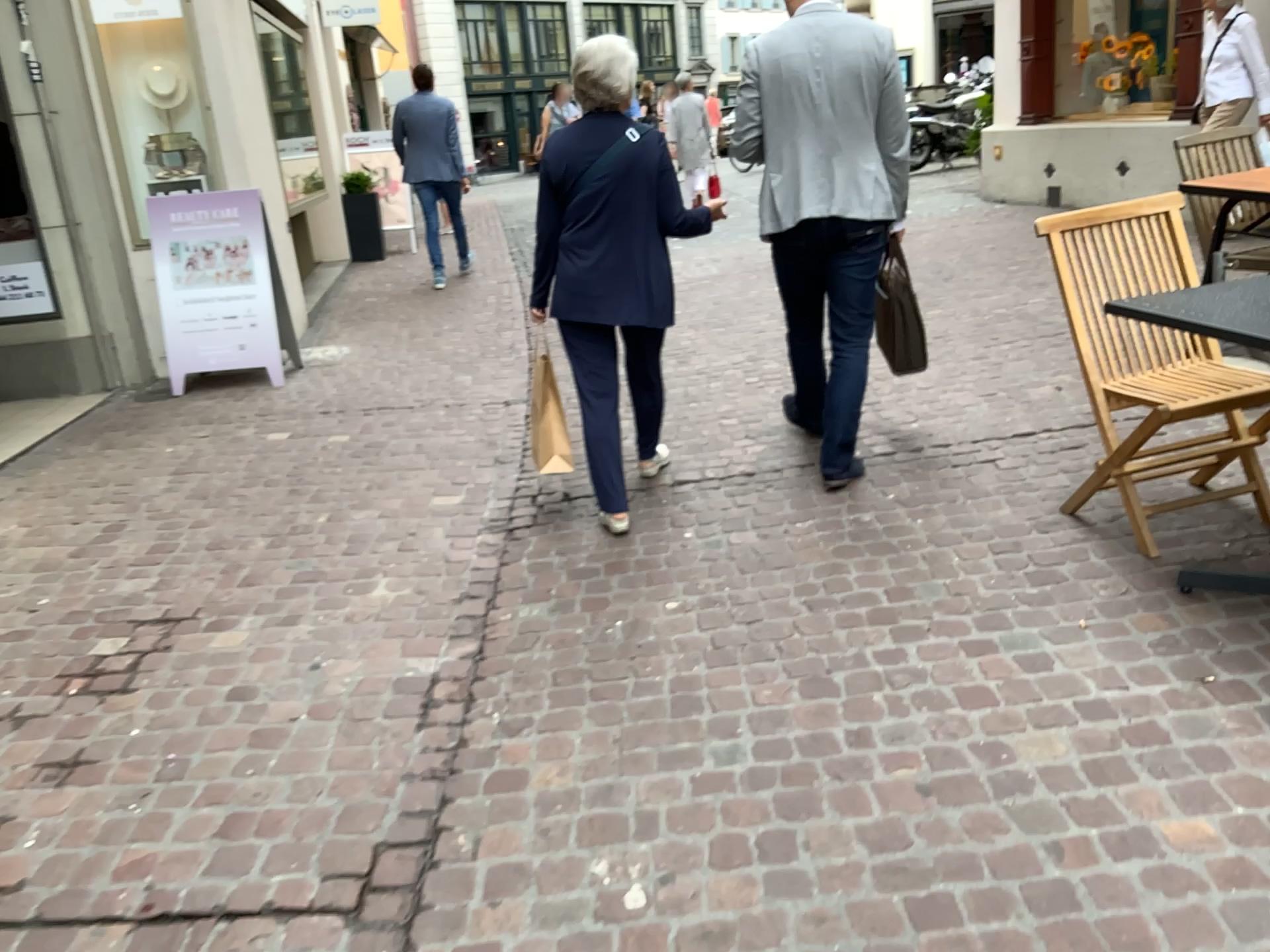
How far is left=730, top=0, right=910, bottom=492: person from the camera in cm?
339

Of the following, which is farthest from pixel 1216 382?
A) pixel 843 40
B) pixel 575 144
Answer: pixel 575 144

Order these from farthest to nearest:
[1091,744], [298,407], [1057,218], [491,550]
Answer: [298,407] < [491,550] < [1057,218] < [1091,744]

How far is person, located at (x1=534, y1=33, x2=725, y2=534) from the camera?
3.40m

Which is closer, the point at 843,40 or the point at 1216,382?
the point at 1216,382

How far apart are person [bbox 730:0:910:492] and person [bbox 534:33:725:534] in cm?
28

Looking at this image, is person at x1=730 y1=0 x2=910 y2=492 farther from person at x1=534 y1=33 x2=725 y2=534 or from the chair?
the chair

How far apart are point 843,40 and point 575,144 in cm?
92

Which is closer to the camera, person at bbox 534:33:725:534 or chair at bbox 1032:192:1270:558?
chair at bbox 1032:192:1270:558

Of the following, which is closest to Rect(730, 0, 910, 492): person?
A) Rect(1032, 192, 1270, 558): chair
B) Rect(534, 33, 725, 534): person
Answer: Rect(534, 33, 725, 534): person
